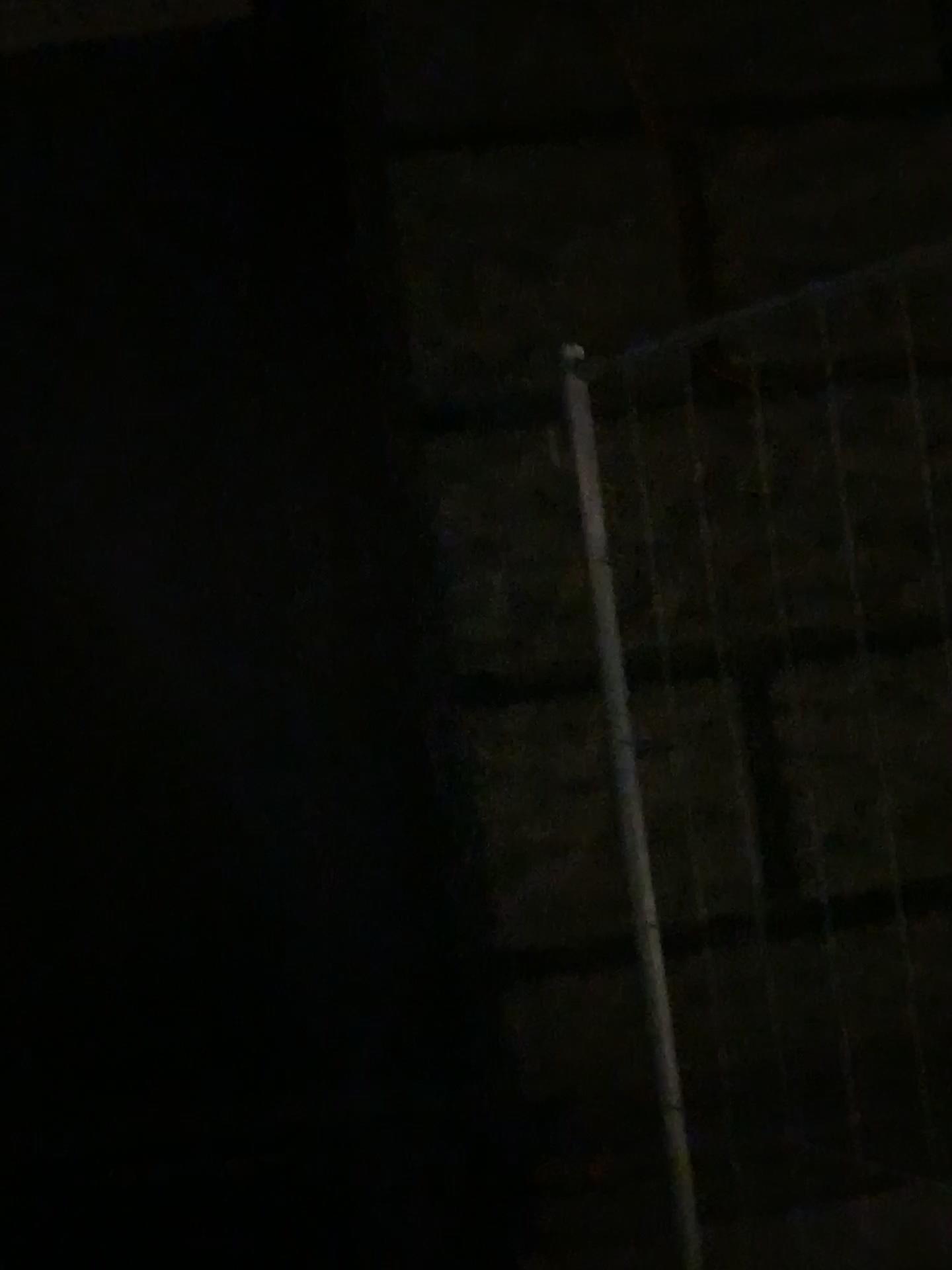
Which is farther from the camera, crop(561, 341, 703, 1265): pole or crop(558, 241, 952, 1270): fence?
crop(558, 241, 952, 1270): fence

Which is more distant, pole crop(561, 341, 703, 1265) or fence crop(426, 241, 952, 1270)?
fence crop(426, 241, 952, 1270)

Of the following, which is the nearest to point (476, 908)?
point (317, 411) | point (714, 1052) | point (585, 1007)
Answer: point (585, 1007)

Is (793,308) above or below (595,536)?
above

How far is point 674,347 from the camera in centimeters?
193cm

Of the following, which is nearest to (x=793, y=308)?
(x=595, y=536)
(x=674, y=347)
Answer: (x=674, y=347)

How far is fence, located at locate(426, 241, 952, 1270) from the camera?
1.9m
